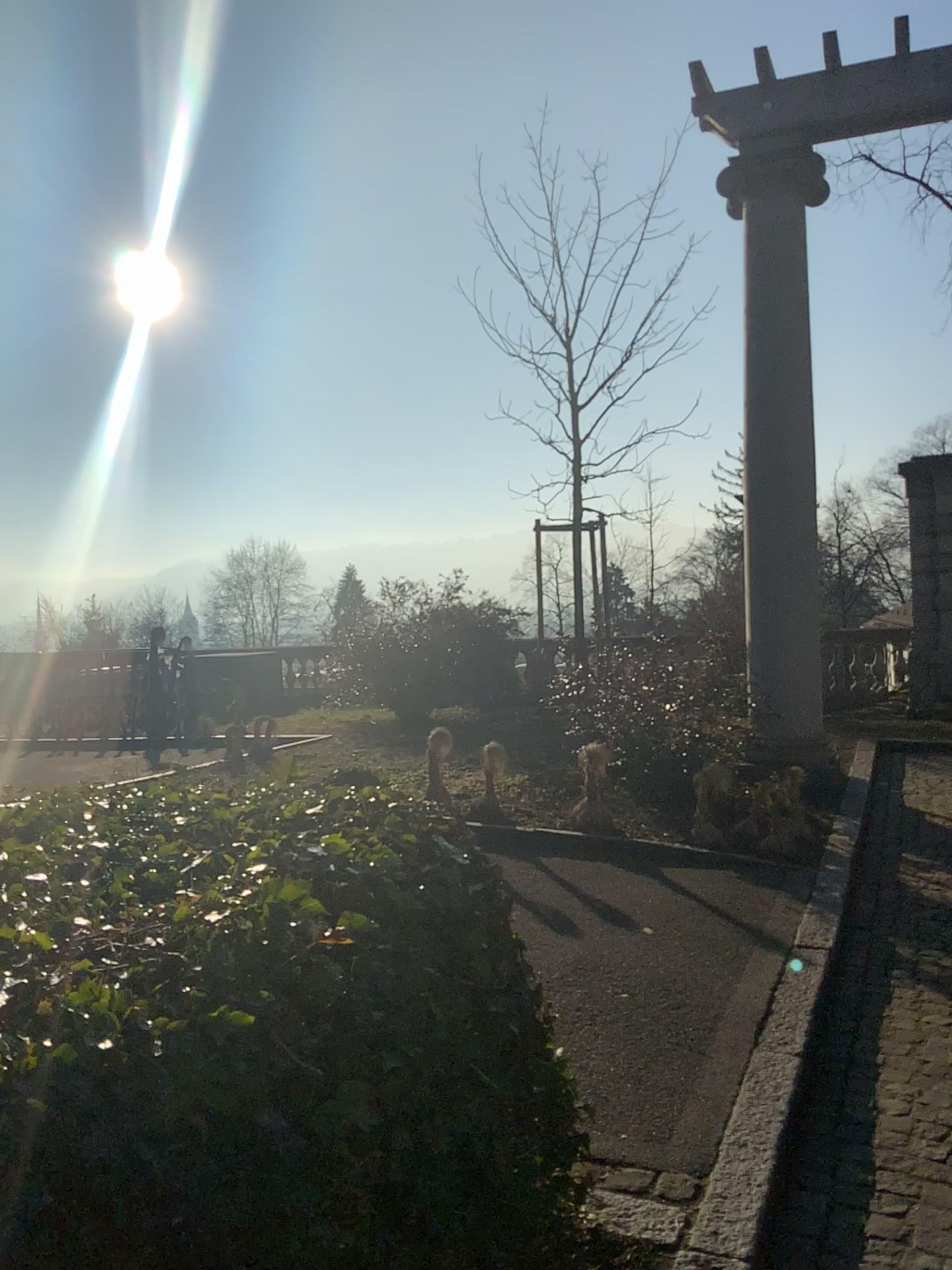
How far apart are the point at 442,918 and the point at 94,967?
0.8m
